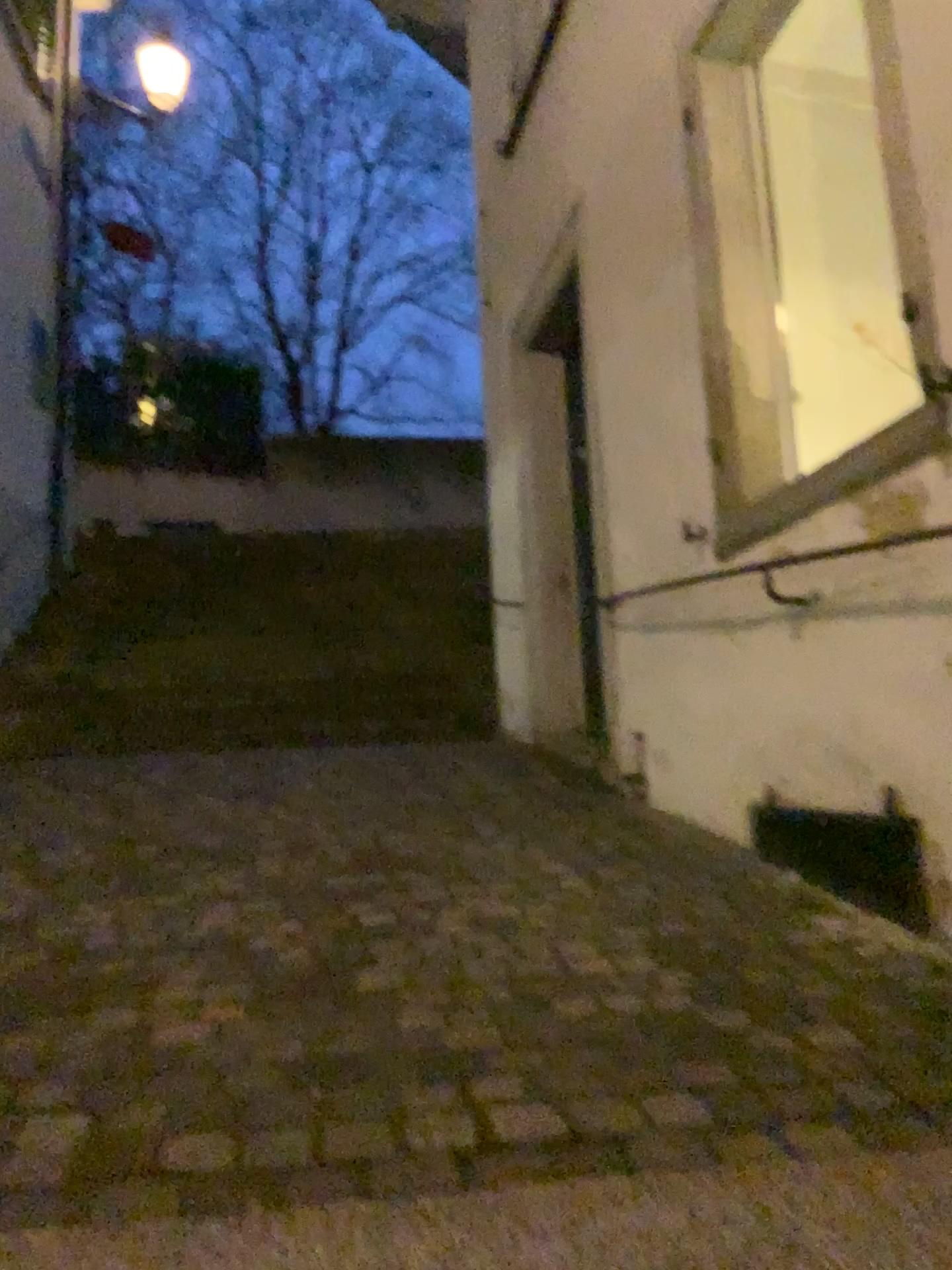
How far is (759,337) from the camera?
3.28m

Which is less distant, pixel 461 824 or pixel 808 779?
pixel 808 779

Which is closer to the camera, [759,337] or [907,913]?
[907,913]

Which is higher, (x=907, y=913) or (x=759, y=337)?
(x=759, y=337)

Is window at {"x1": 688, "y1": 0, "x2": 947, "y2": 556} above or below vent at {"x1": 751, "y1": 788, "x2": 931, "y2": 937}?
above

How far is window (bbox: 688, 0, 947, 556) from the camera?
3.3m

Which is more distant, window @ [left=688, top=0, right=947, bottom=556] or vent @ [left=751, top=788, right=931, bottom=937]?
window @ [left=688, top=0, right=947, bottom=556]
